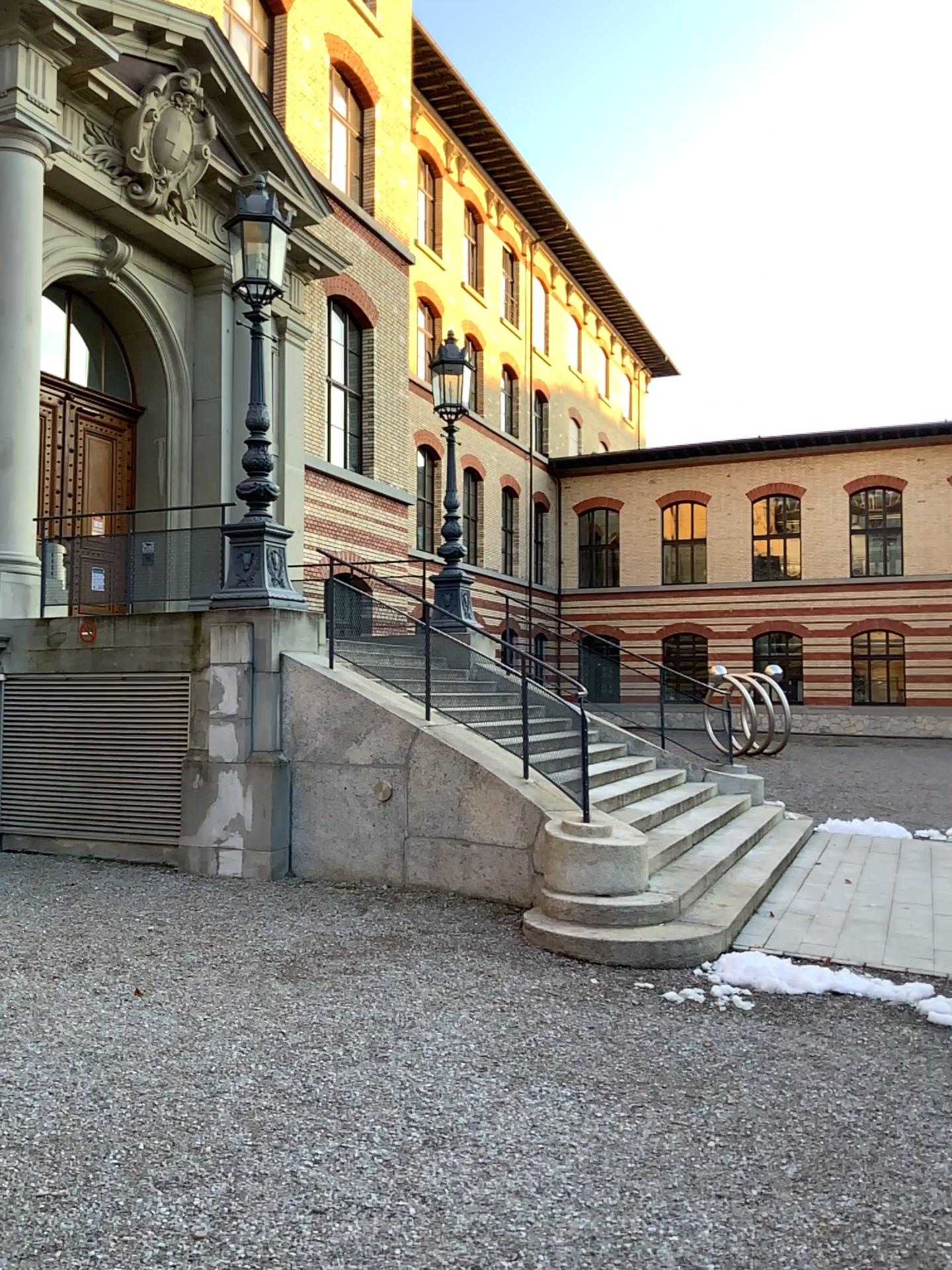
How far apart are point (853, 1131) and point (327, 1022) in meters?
2.4 m
